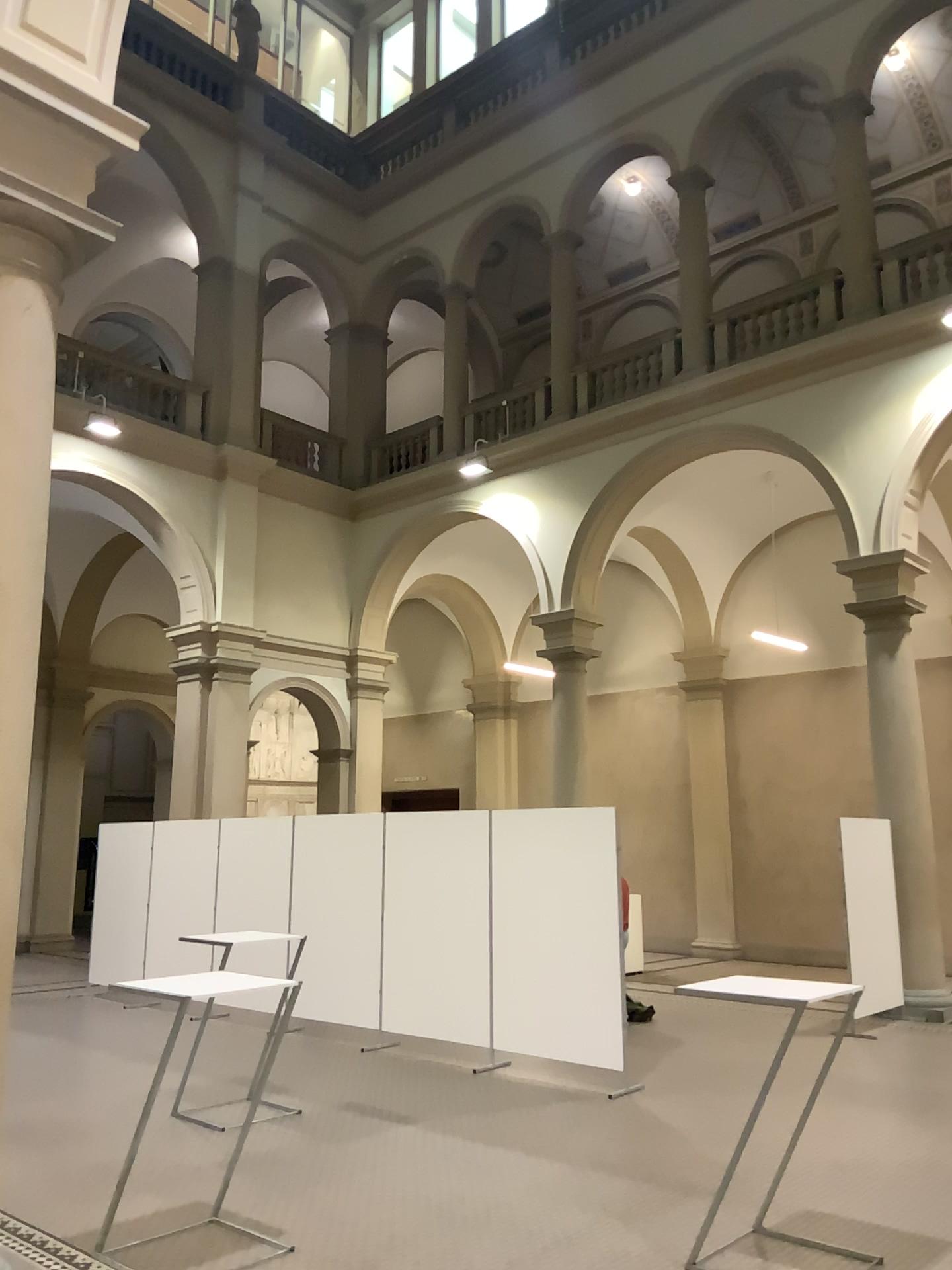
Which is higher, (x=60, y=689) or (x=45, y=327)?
(x=45, y=327)
